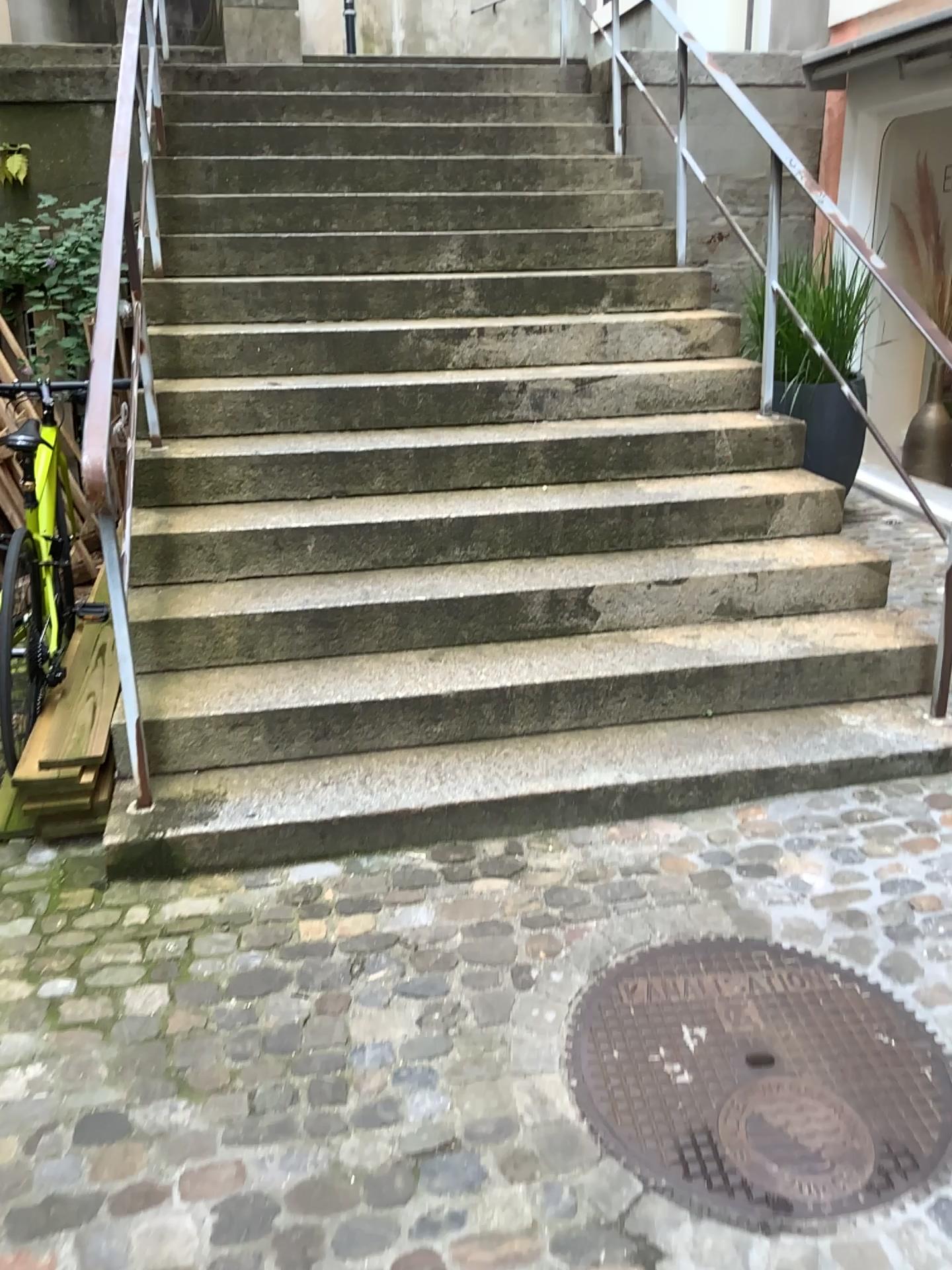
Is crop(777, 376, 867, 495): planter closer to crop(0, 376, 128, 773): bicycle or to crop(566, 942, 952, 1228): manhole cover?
crop(566, 942, 952, 1228): manhole cover

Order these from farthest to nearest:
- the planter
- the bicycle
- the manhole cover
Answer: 1. the planter
2. the bicycle
3. the manhole cover

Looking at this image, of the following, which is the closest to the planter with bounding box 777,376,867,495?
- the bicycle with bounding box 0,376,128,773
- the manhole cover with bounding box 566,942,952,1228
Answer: the manhole cover with bounding box 566,942,952,1228

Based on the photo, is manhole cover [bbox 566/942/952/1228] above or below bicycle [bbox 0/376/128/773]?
below

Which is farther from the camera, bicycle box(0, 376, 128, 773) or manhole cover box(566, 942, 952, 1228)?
bicycle box(0, 376, 128, 773)

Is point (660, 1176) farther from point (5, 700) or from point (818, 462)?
point (818, 462)

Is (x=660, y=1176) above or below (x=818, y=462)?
below

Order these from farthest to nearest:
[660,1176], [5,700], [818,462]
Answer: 1. [818,462]
2. [5,700]
3. [660,1176]

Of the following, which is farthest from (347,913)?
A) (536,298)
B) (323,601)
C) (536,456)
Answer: (536,298)
